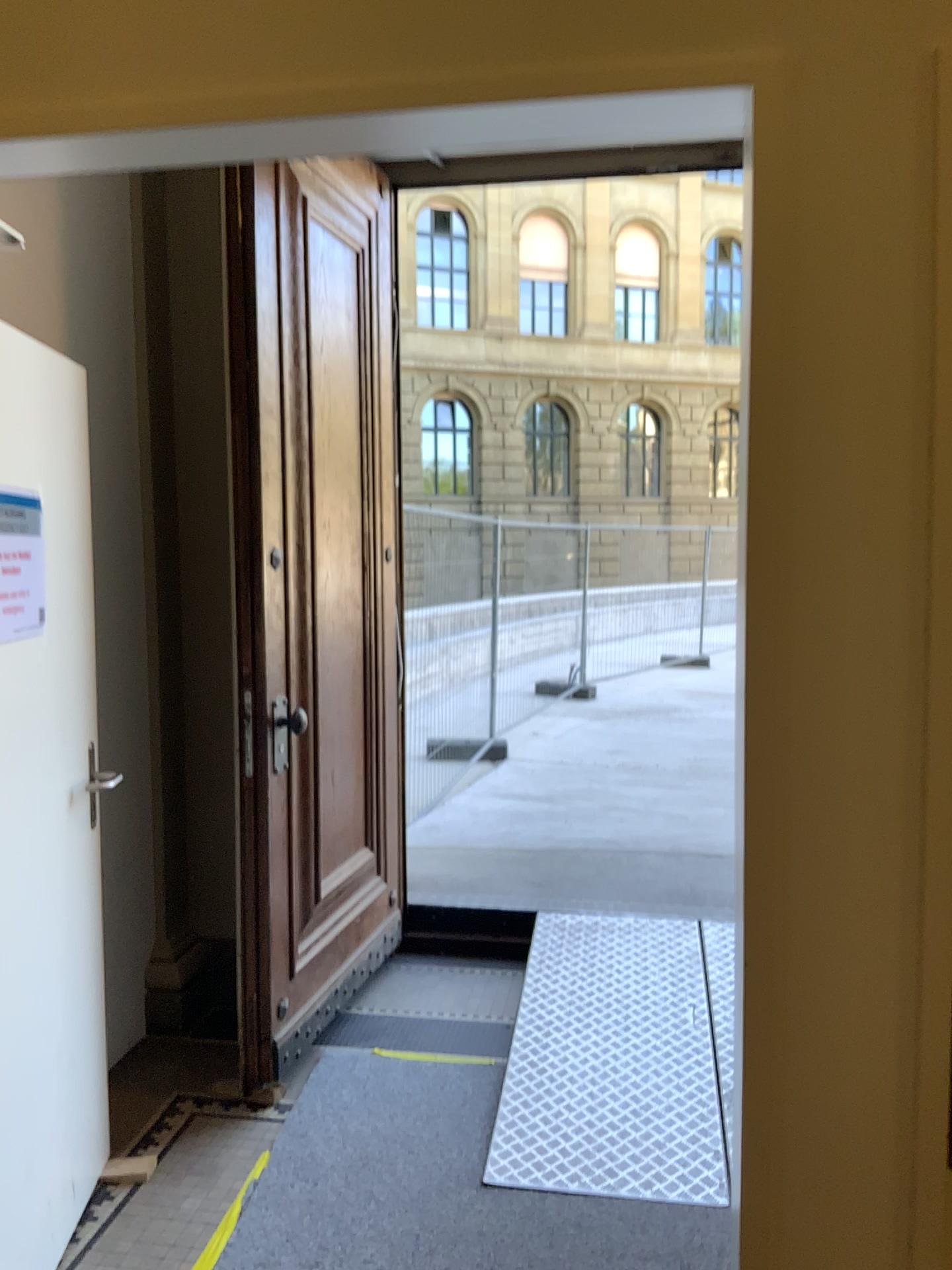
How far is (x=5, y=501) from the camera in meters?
2.1 m

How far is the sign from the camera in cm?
212

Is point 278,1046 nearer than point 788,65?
No

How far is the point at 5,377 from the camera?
2.12m

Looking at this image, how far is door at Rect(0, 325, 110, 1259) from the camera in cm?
212
